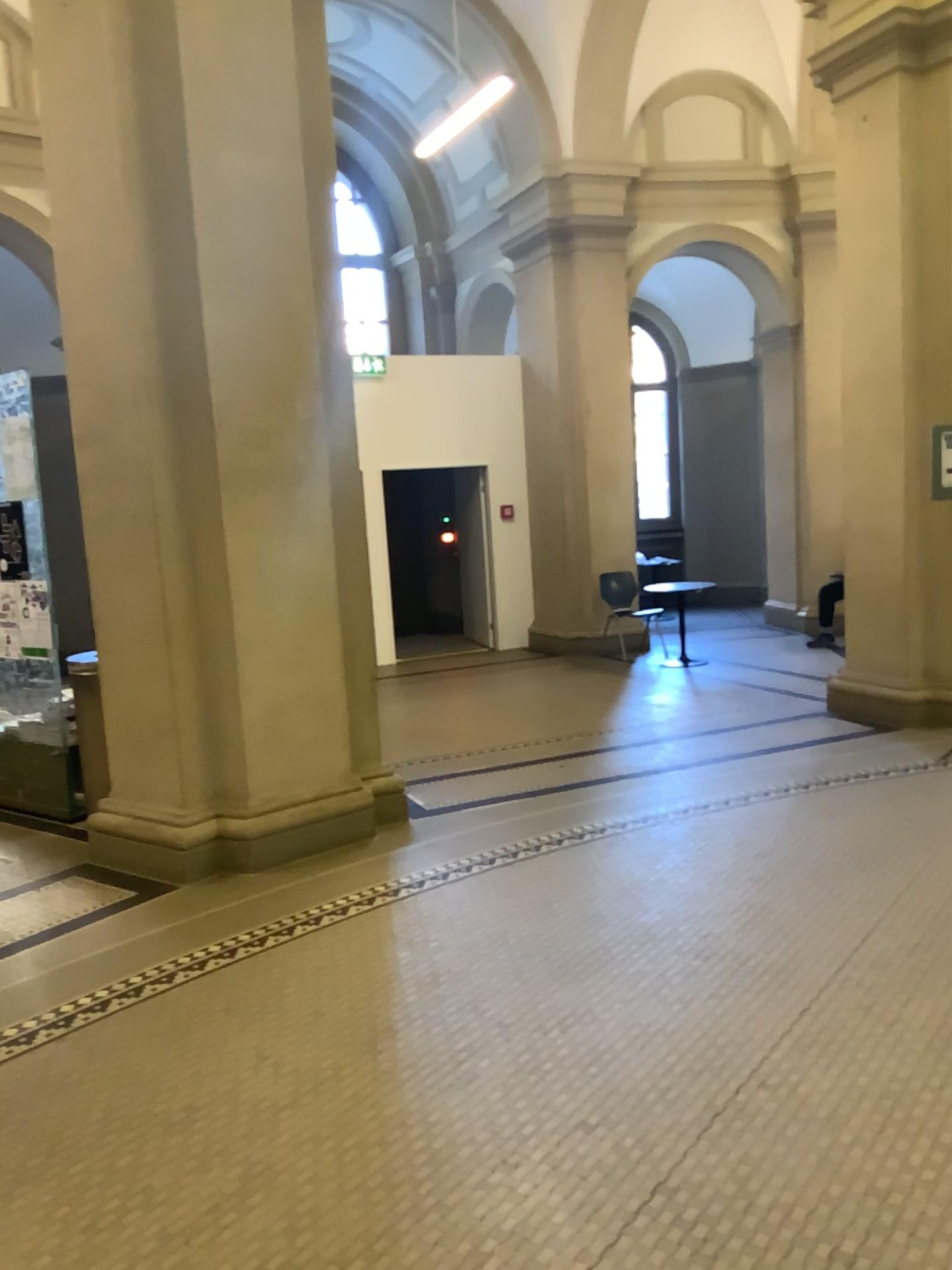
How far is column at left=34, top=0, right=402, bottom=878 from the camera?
4.49m

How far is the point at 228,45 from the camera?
4.5m

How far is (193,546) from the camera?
4.7 meters
